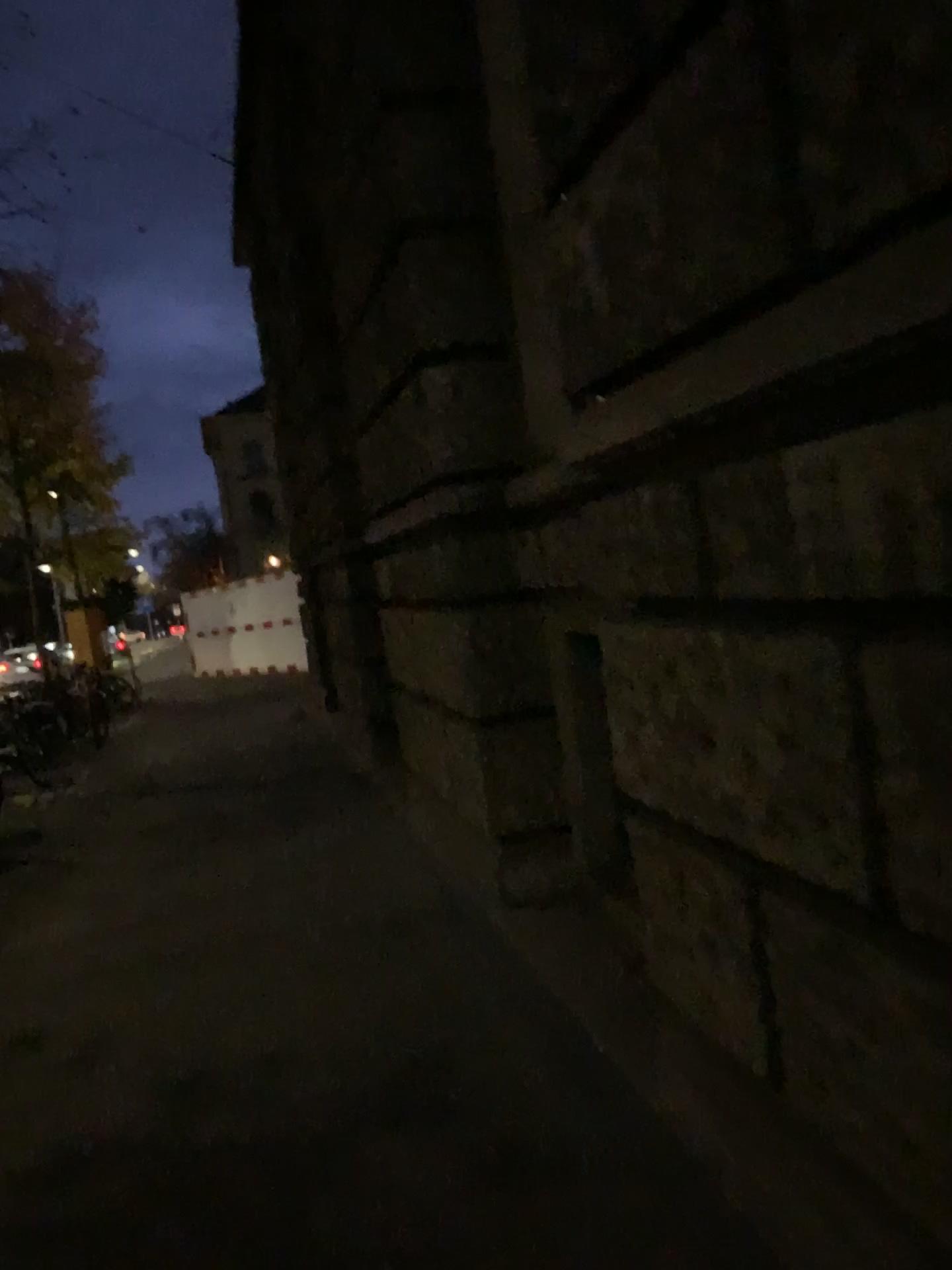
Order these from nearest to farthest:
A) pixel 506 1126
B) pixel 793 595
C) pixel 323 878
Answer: pixel 793 595
pixel 506 1126
pixel 323 878
